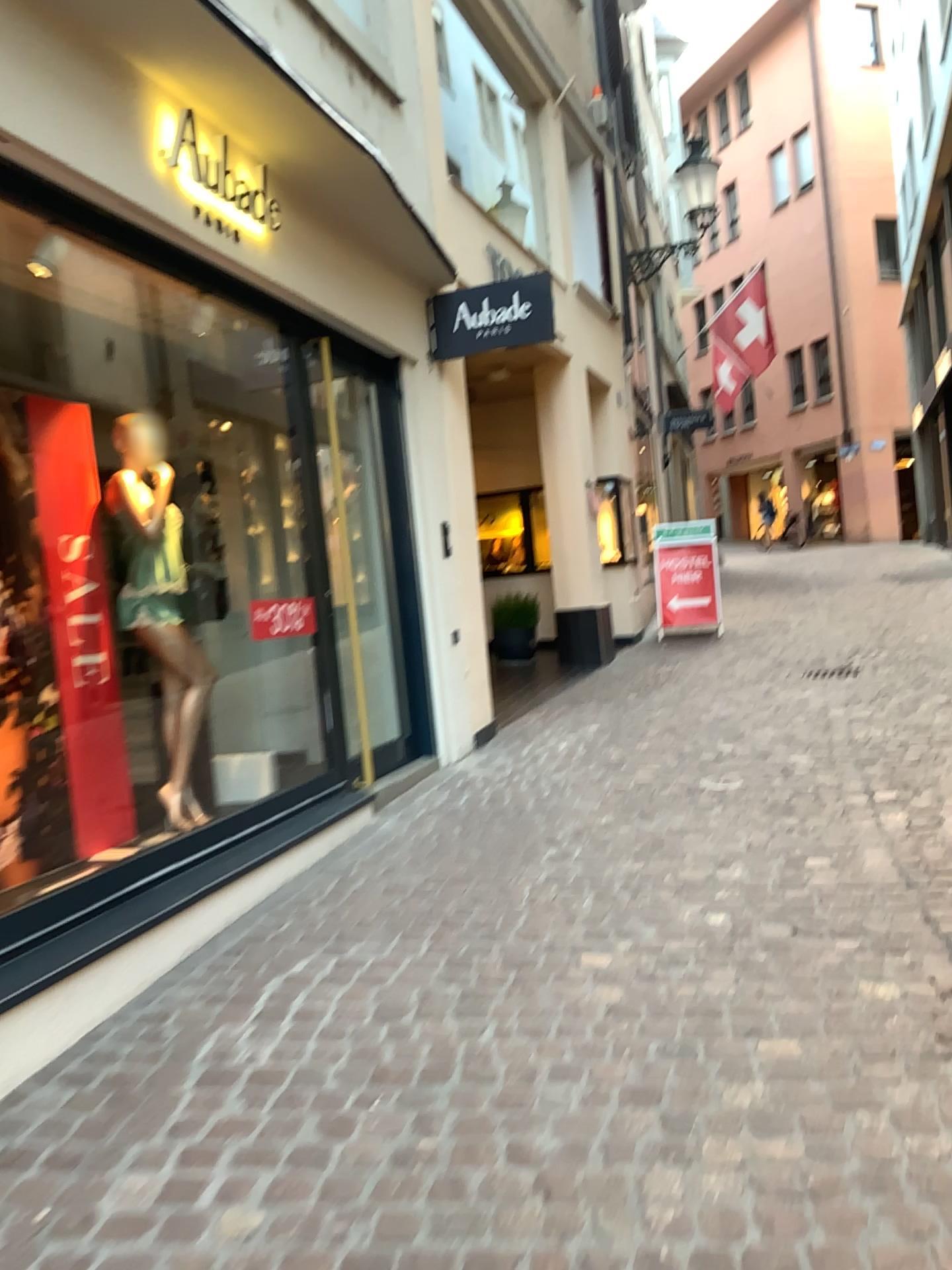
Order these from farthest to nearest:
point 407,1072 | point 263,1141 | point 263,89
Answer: point 263,89, point 407,1072, point 263,1141

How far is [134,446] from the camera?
4.35m

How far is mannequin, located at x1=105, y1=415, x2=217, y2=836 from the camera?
4.4 meters
